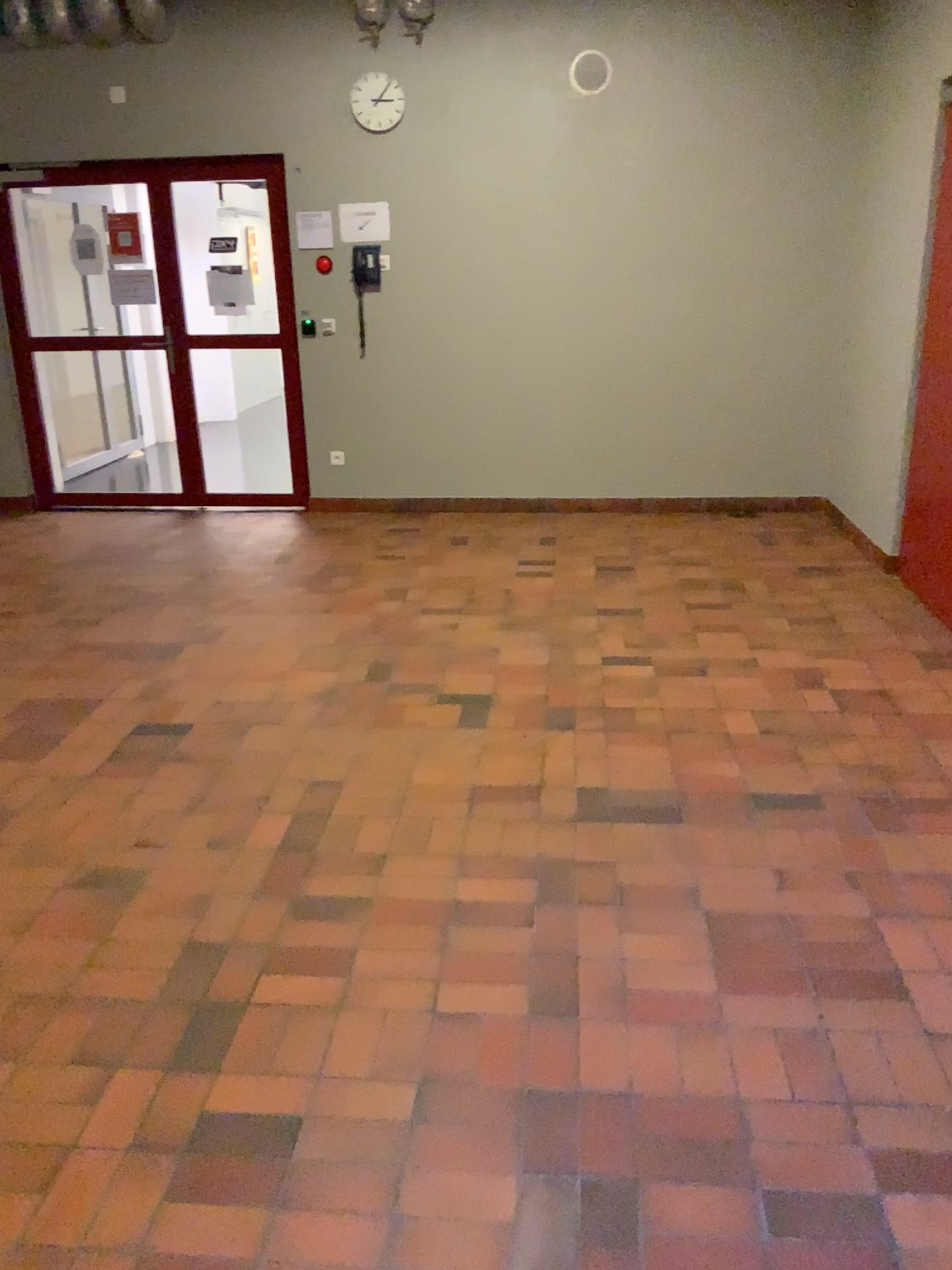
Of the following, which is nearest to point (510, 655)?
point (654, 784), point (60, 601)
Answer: point (654, 784)
